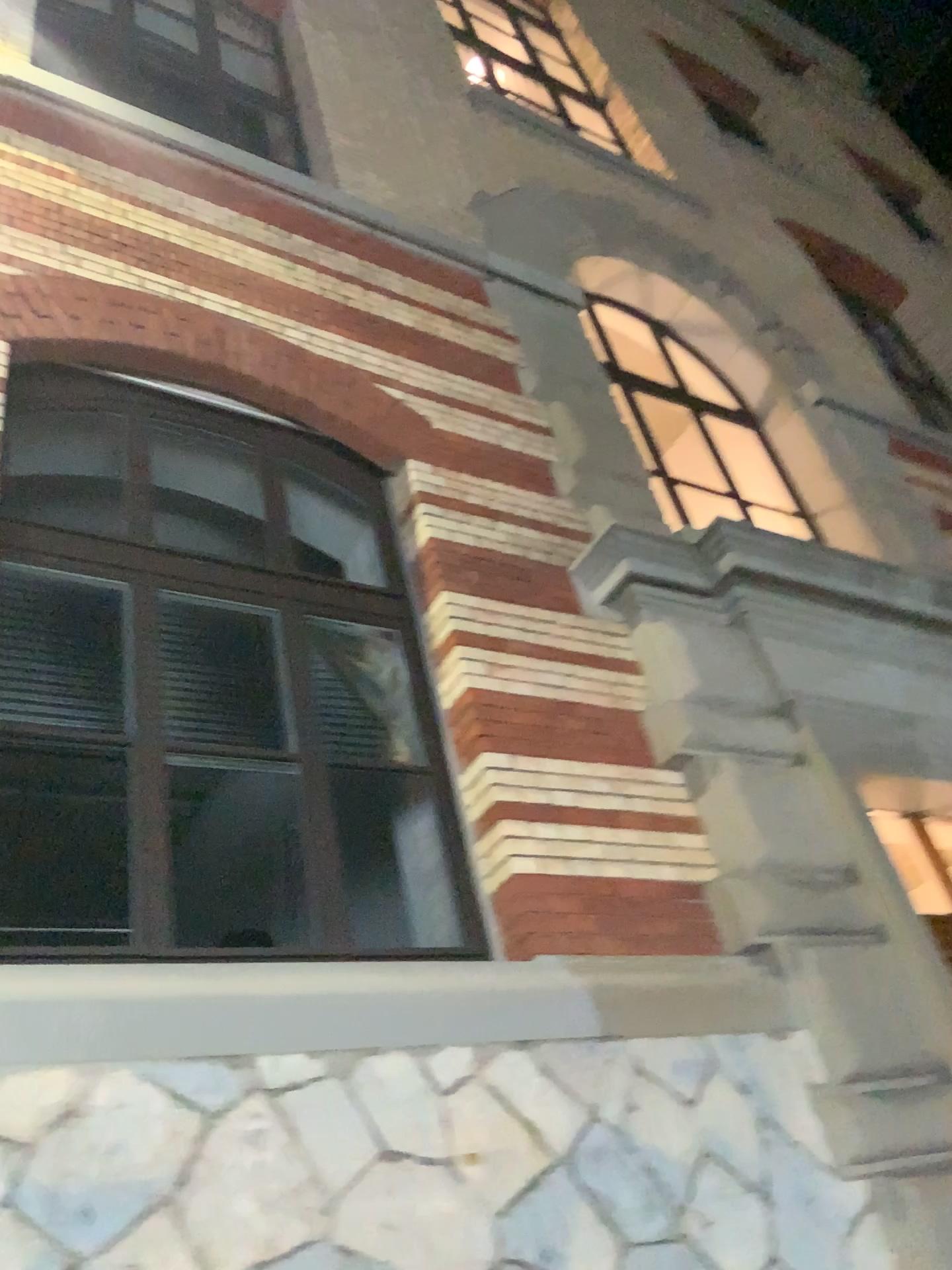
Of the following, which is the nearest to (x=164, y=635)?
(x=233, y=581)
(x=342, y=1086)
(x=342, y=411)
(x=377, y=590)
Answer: (x=233, y=581)
